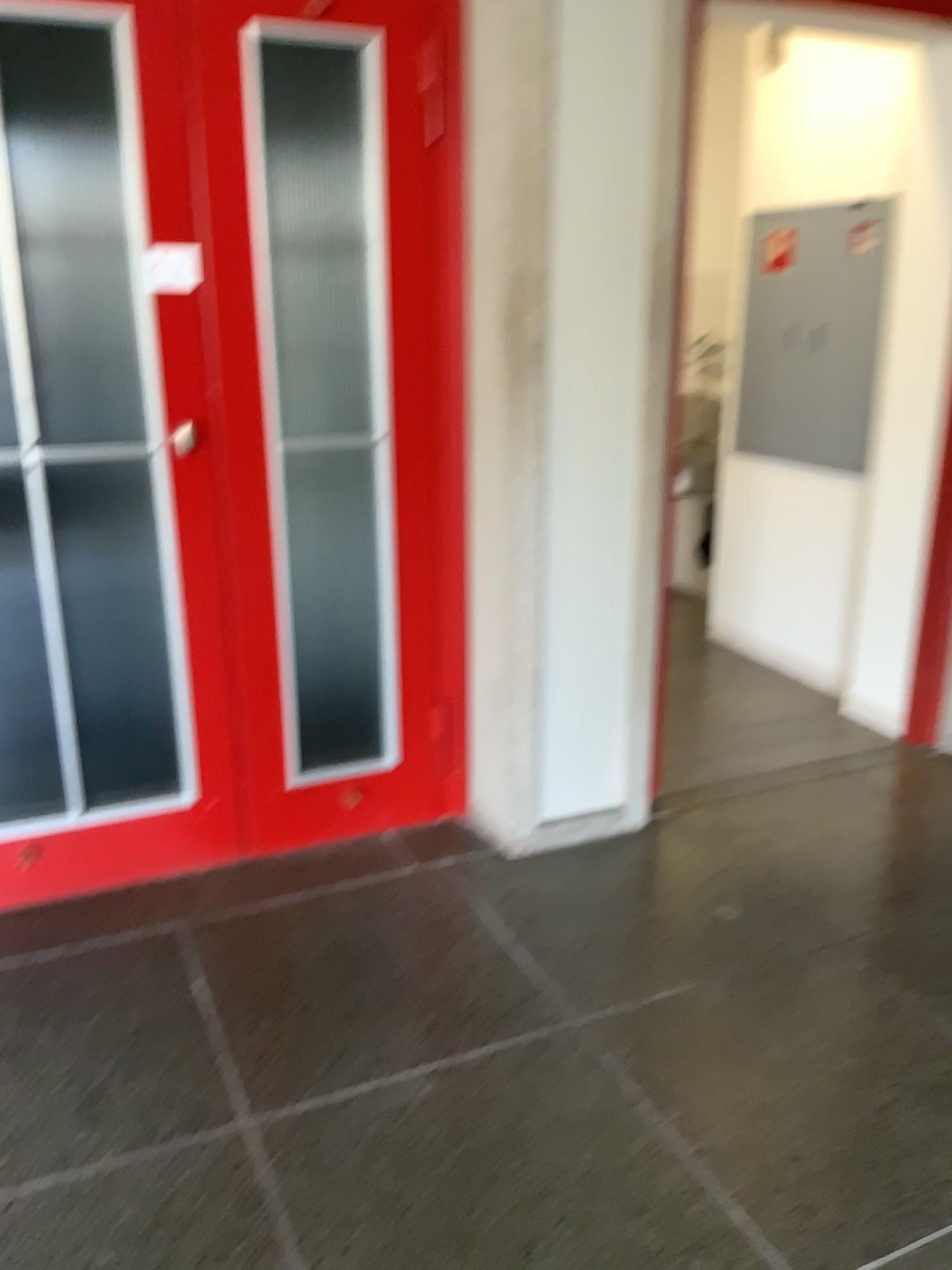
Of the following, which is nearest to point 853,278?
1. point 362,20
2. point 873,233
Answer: point 873,233

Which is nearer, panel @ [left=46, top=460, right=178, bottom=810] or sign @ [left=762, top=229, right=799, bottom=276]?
panel @ [left=46, top=460, right=178, bottom=810]

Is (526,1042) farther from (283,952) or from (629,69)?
(629,69)

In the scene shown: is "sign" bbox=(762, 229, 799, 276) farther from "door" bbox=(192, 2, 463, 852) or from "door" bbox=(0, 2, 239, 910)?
"door" bbox=(0, 2, 239, 910)

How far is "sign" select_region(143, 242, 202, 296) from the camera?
2.3m

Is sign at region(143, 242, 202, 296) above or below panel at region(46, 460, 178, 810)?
above

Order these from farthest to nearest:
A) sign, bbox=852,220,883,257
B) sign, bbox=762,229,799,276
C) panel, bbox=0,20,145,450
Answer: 1. sign, bbox=762,229,799,276
2. sign, bbox=852,220,883,257
3. panel, bbox=0,20,145,450

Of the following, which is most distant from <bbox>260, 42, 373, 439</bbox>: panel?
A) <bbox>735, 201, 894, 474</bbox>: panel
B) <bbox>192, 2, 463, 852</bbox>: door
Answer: <bbox>735, 201, 894, 474</bbox>: panel

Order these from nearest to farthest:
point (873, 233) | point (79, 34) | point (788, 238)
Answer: point (79, 34) → point (873, 233) → point (788, 238)

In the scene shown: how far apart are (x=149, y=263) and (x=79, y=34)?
0.4m
